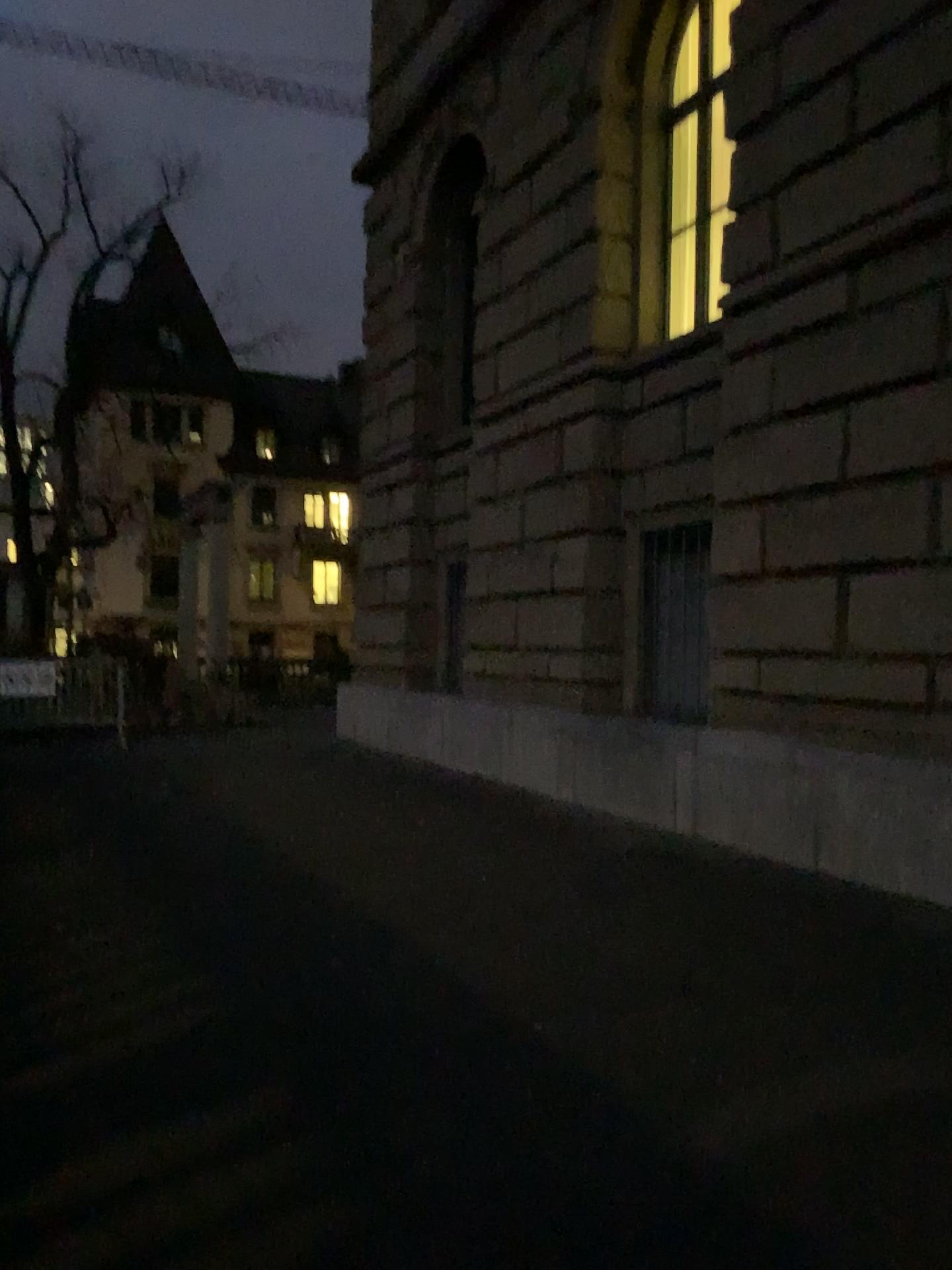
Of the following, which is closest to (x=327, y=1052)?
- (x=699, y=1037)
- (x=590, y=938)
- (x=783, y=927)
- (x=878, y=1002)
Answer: (x=699, y=1037)
